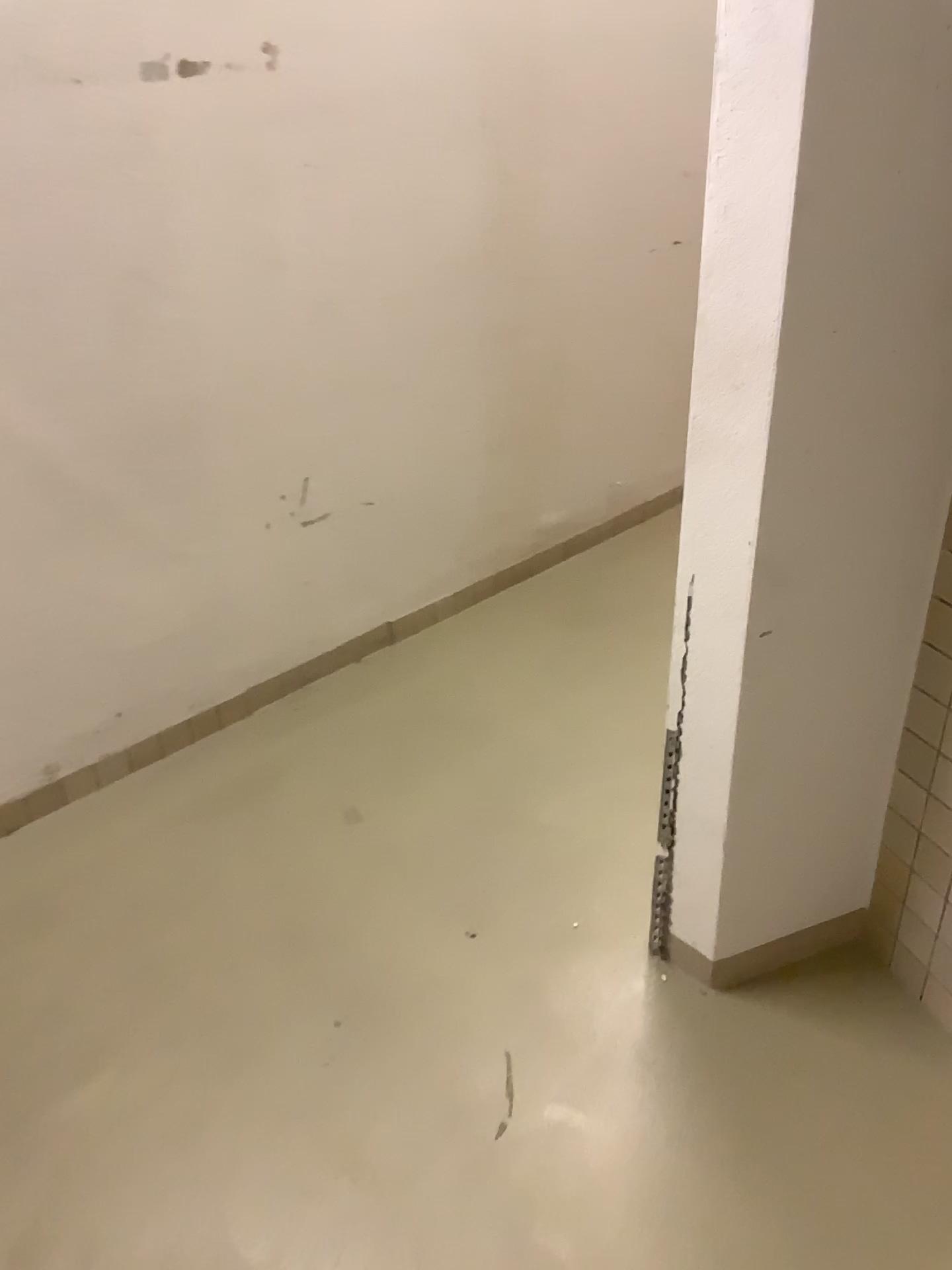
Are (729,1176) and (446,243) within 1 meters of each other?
no

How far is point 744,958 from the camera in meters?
1.7

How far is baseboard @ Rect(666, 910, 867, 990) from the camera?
1.73m
